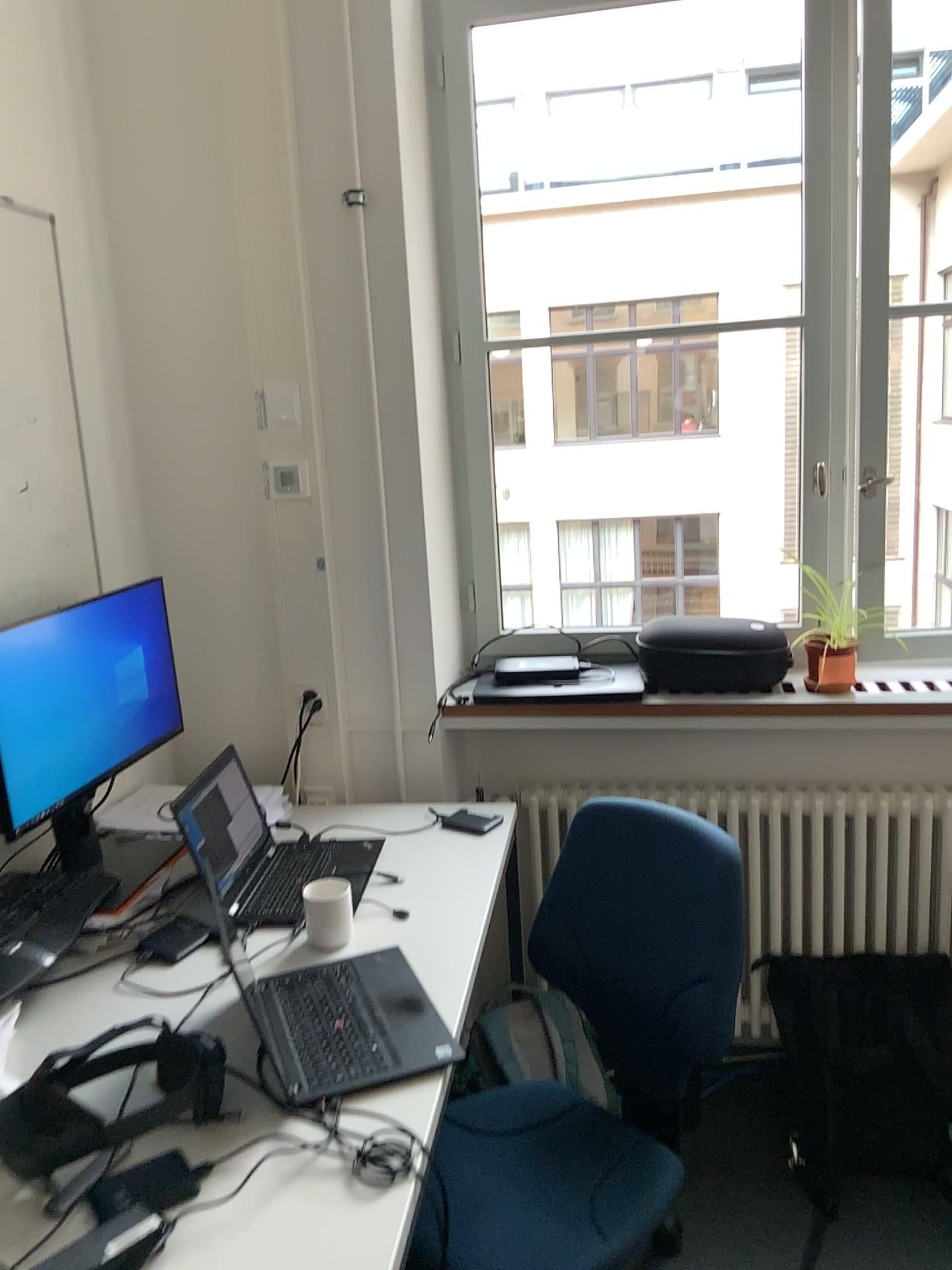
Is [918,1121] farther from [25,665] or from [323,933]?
[25,665]

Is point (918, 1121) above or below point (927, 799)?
below

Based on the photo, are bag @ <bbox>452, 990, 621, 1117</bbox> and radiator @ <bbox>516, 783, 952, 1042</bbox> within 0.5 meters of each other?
yes

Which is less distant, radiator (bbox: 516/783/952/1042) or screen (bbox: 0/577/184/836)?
screen (bbox: 0/577/184/836)

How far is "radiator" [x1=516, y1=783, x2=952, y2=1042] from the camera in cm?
237

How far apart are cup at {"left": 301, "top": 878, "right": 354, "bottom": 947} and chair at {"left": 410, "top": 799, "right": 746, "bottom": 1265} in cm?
36

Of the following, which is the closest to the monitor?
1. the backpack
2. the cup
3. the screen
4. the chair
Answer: the screen

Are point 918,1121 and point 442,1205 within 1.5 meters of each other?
yes

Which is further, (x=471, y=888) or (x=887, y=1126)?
(x=887, y=1126)

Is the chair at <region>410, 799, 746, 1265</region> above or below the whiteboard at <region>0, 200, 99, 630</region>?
below
